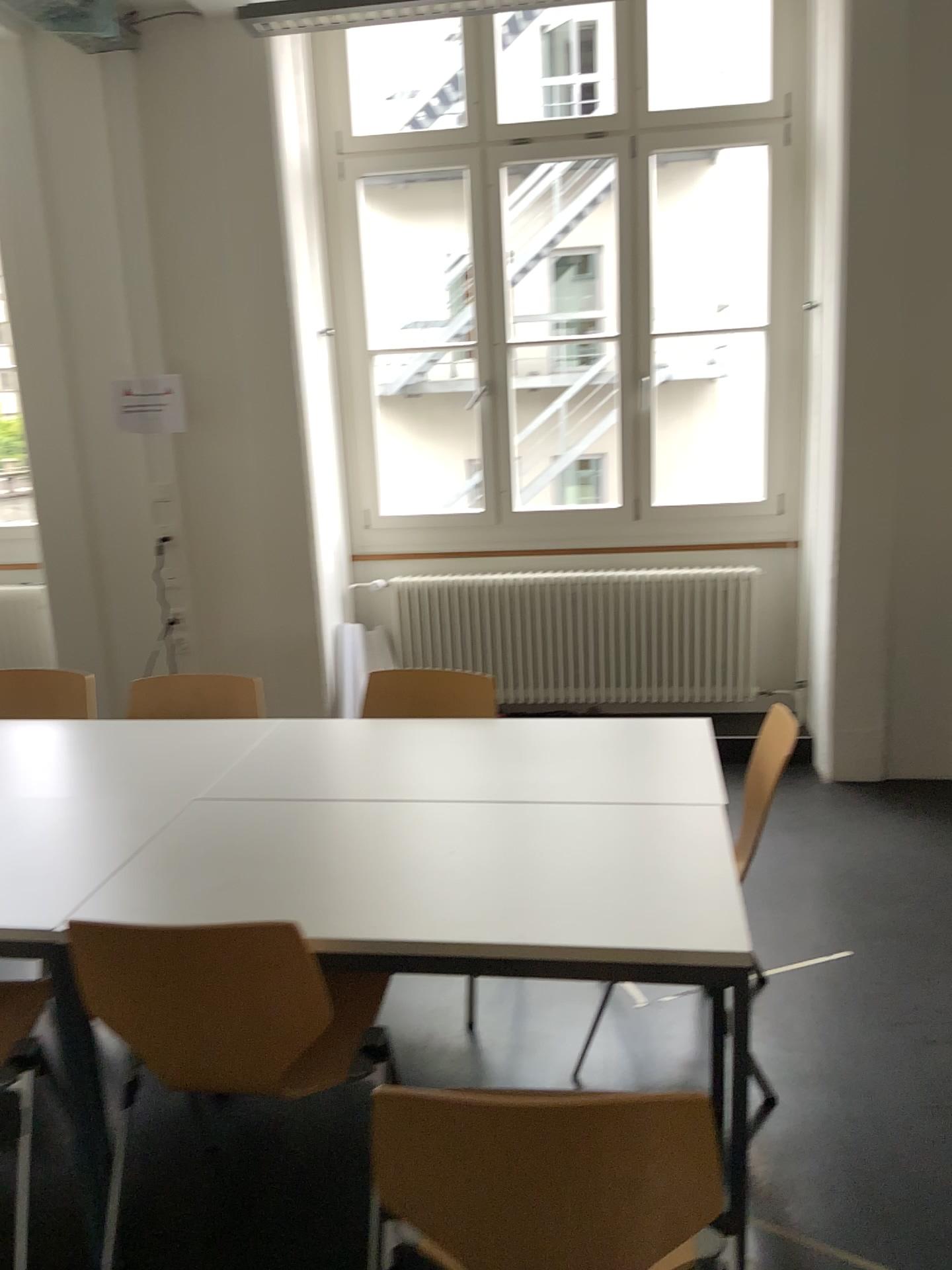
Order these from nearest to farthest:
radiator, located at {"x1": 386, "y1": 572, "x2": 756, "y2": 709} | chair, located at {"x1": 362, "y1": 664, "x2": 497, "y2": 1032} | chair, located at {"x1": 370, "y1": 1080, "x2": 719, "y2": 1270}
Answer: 1. chair, located at {"x1": 370, "y1": 1080, "x2": 719, "y2": 1270}
2. chair, located at {"x1": 362, "y1": 664, "x2": 497, "y2": 1032}
3. radiator, located at {"x1": 386, "y1": 572, "x2": 756, "y2": 709}

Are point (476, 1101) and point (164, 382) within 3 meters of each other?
no

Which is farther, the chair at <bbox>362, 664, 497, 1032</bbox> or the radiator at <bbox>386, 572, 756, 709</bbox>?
the radiator at <bbox>386, 572, 756, 709</bbox>

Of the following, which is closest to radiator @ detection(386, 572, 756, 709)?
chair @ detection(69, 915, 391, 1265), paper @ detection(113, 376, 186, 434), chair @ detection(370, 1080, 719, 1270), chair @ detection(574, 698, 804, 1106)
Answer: paper @ detection(113, 376, 186, 434)

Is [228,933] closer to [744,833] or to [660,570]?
[744,833]

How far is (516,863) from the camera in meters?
2.0

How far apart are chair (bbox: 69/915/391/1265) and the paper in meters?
2.9

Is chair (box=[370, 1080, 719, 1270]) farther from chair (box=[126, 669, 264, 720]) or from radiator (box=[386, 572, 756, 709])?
radiator (box=[386, 572, 756, 709])

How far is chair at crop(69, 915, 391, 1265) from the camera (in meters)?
1.74

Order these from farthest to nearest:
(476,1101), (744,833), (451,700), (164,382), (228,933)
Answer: (164,382), (451,700), (744,833), (228,933), (476,1101)
